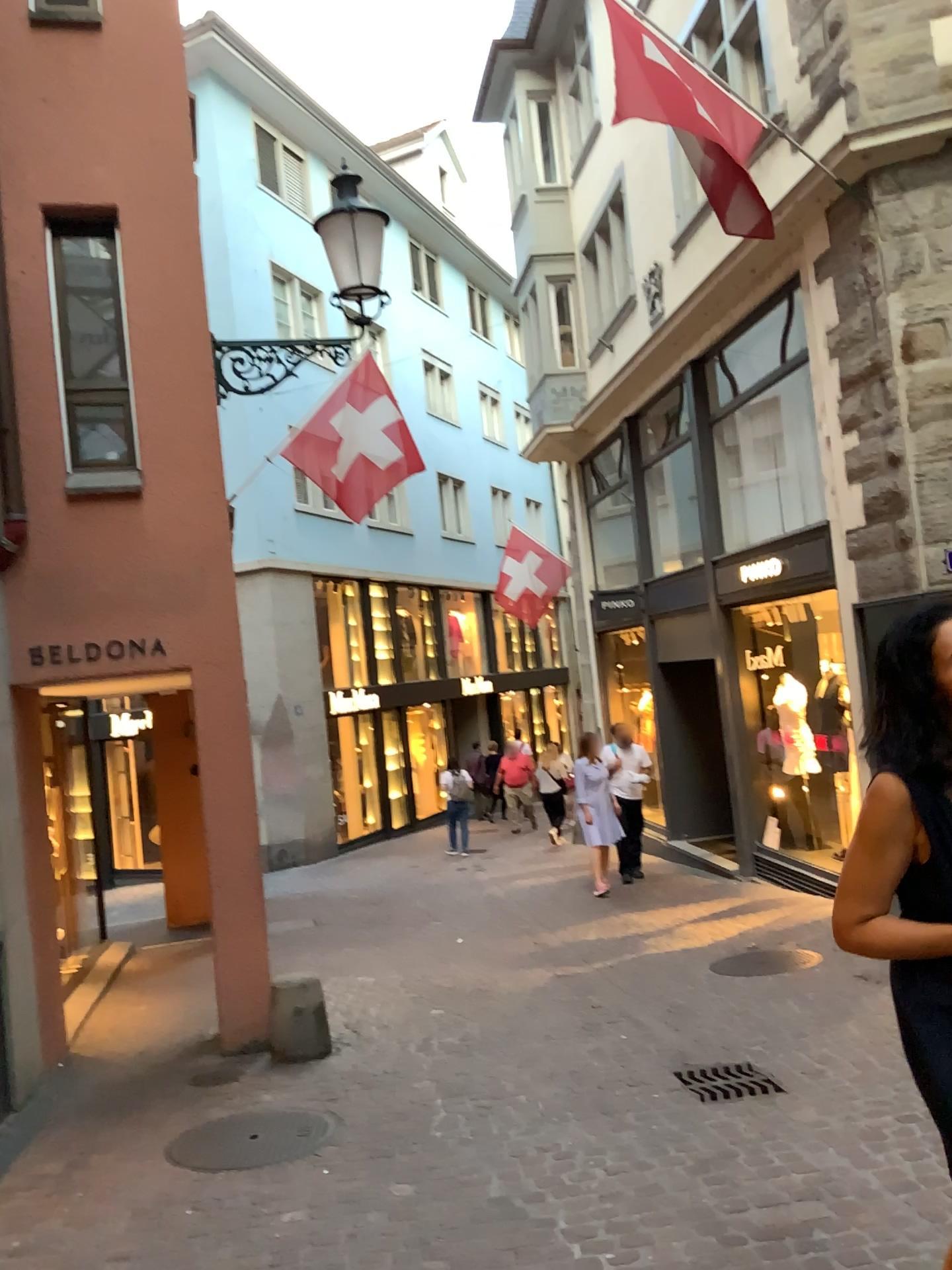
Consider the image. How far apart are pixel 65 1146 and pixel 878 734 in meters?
3.9

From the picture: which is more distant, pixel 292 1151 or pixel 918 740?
pixel 292 1151

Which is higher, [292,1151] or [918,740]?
[918,740]

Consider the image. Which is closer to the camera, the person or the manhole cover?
the person

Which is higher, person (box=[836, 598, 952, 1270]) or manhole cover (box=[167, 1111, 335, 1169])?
person (box=[836, 598, 952, 1270])
